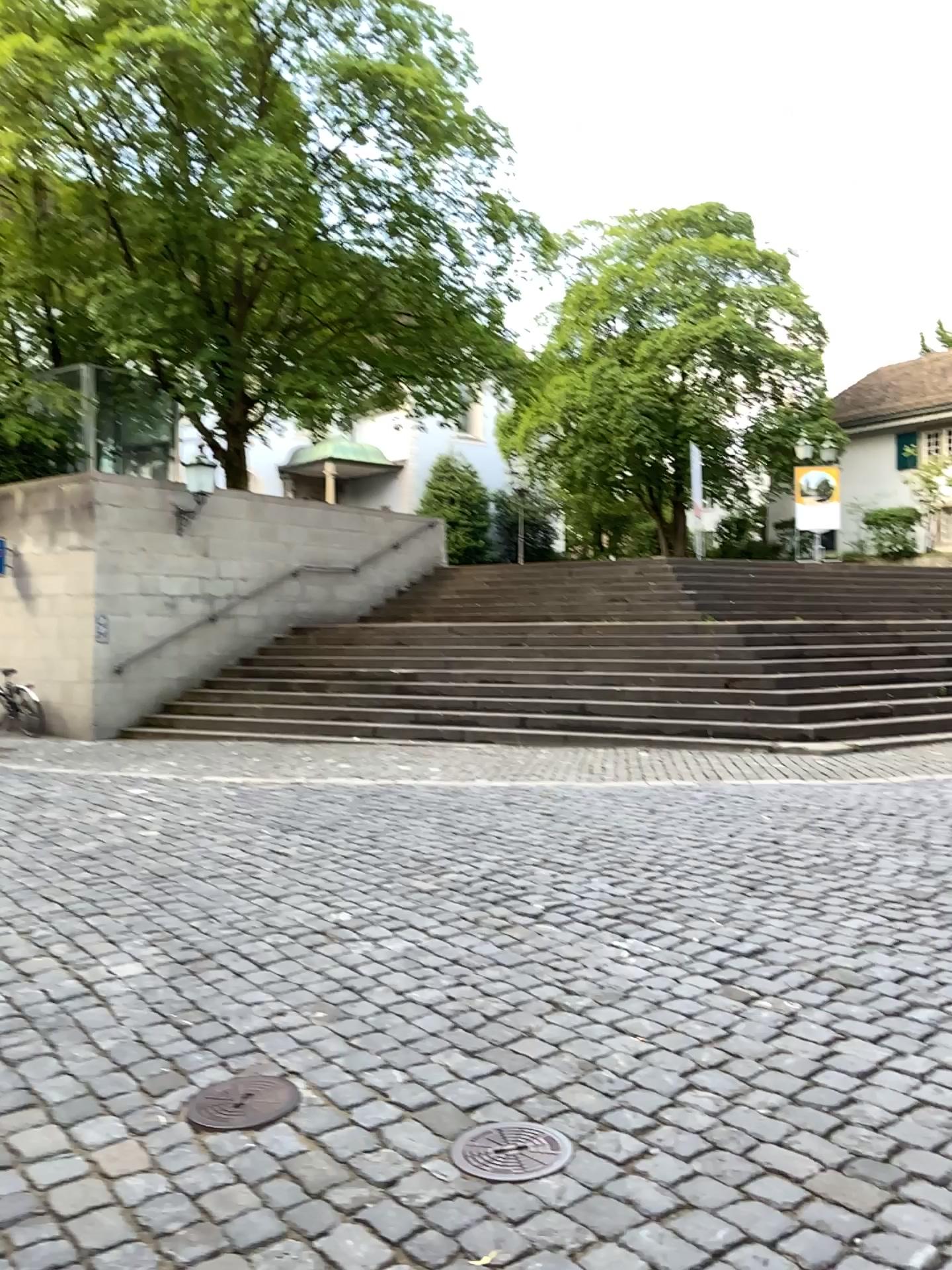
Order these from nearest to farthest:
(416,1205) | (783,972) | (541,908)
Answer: (416,1205) < (783,972) < (541,908)

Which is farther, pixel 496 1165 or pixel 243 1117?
pixel 243 1117

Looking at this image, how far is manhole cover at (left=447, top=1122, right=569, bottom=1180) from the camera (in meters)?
2.55

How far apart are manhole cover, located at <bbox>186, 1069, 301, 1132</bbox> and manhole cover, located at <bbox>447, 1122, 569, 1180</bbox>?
0.52m

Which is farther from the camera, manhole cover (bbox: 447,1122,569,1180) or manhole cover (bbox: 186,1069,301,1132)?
manhole cover (bbox: 186,1069,301,1132)

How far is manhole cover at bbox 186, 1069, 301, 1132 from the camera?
2.81m

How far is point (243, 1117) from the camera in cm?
281

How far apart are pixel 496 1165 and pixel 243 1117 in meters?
0.7 m
